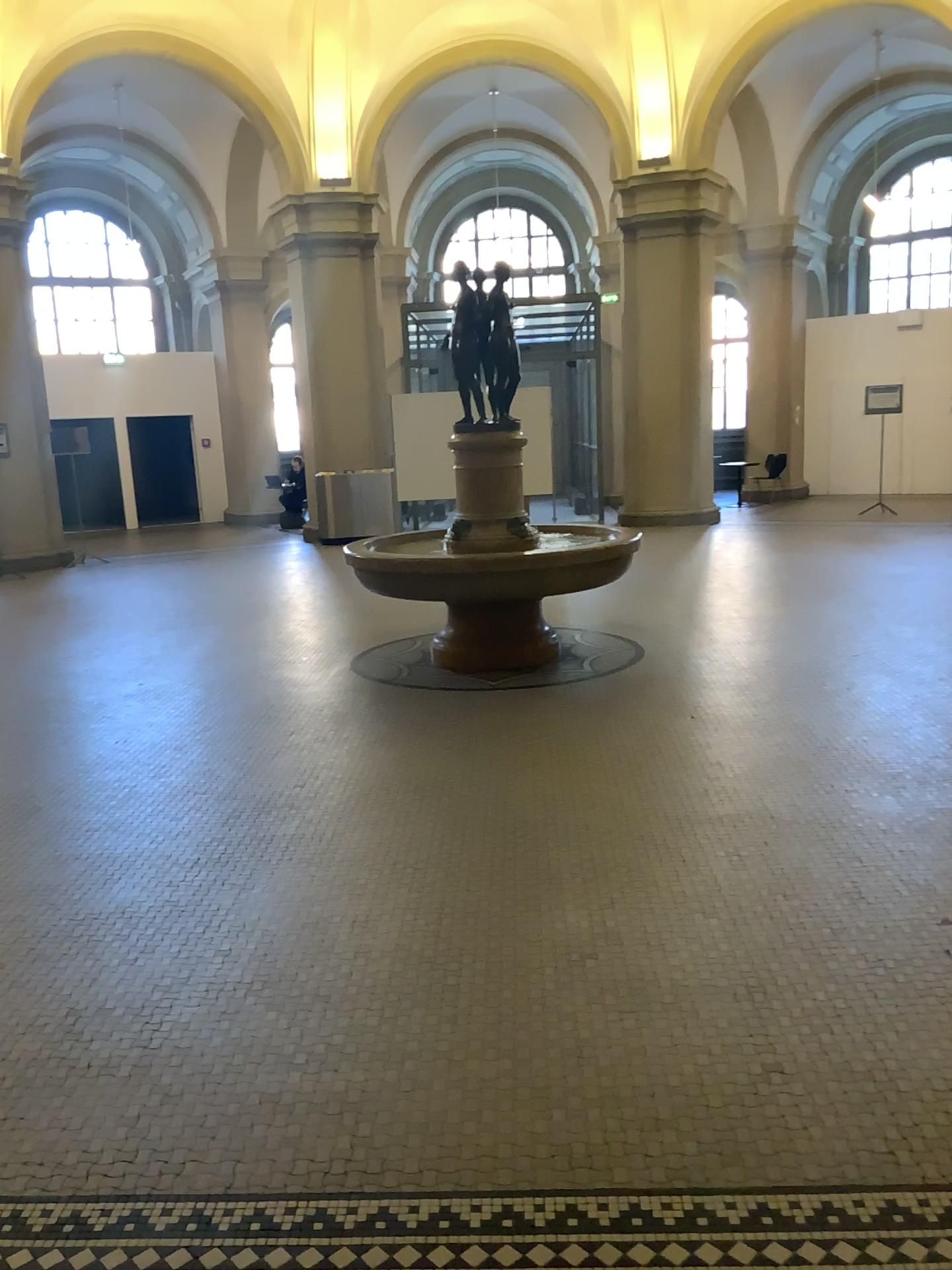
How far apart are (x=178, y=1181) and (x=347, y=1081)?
0.45m
